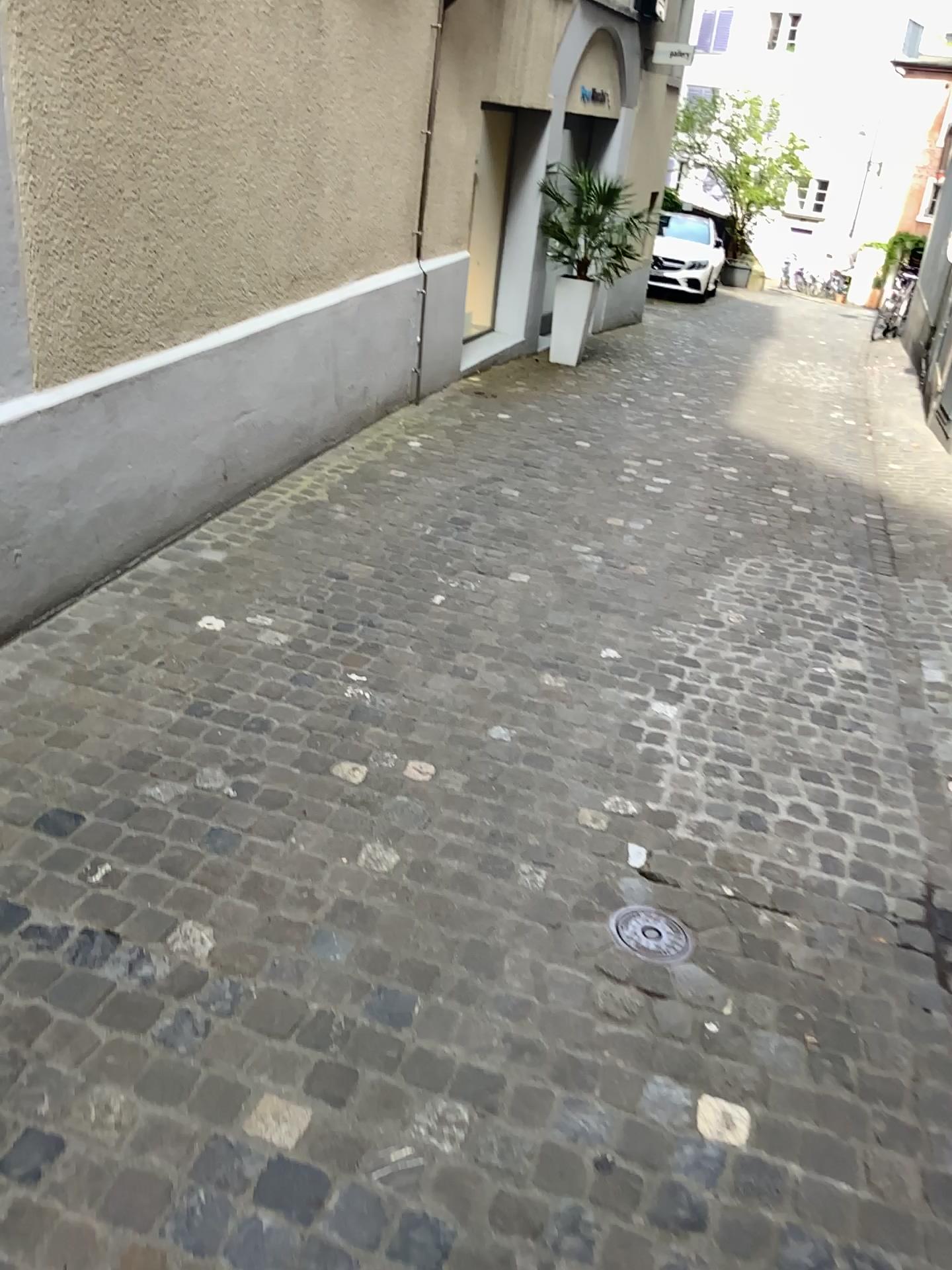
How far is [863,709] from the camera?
3.5m

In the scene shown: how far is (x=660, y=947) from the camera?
2.3m

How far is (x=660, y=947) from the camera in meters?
2.3 m

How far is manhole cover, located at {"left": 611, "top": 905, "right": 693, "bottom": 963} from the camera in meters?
2.3

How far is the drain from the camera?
2.3 meters
